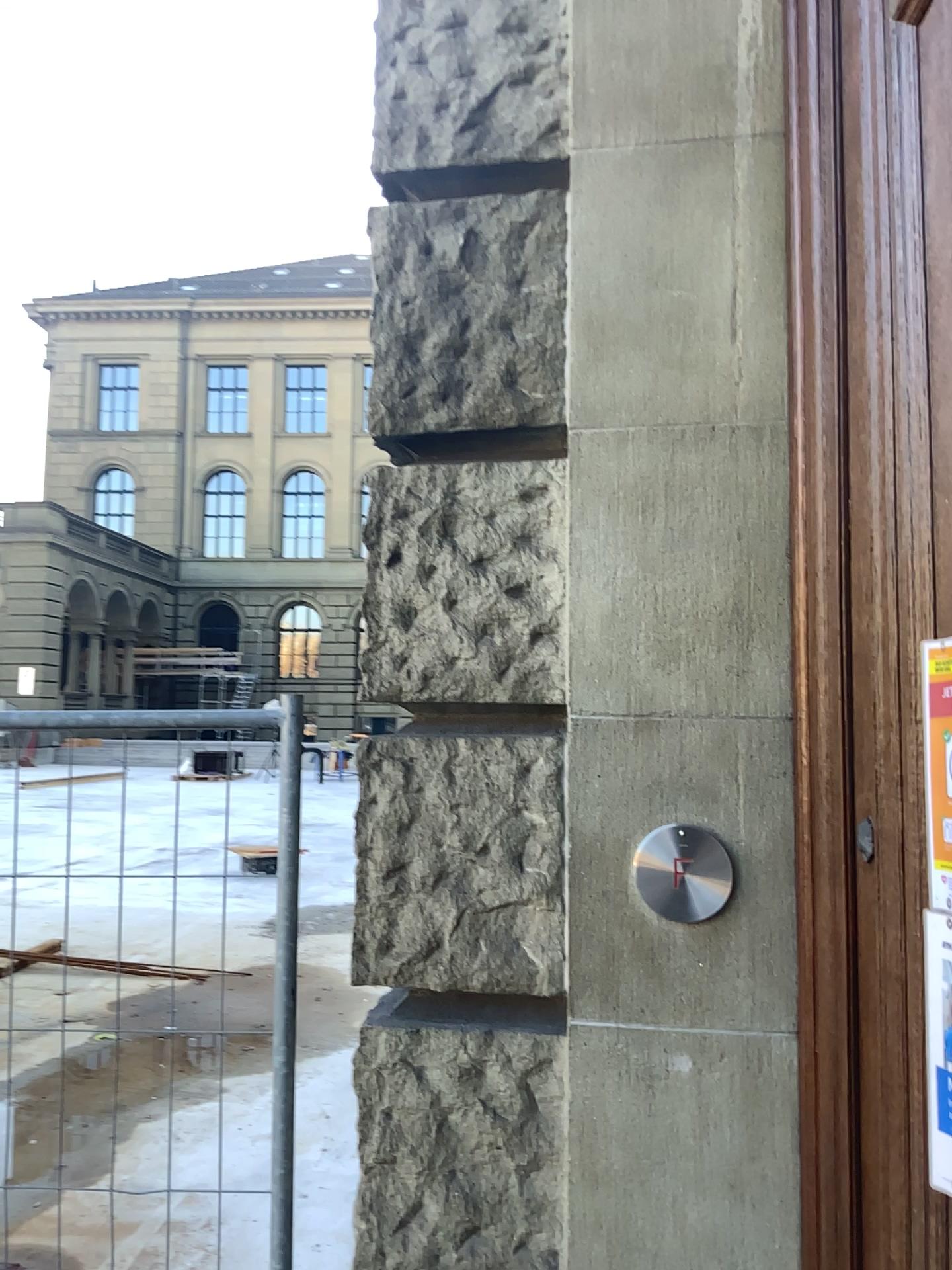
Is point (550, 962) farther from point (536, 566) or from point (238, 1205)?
point (238, 1205)
